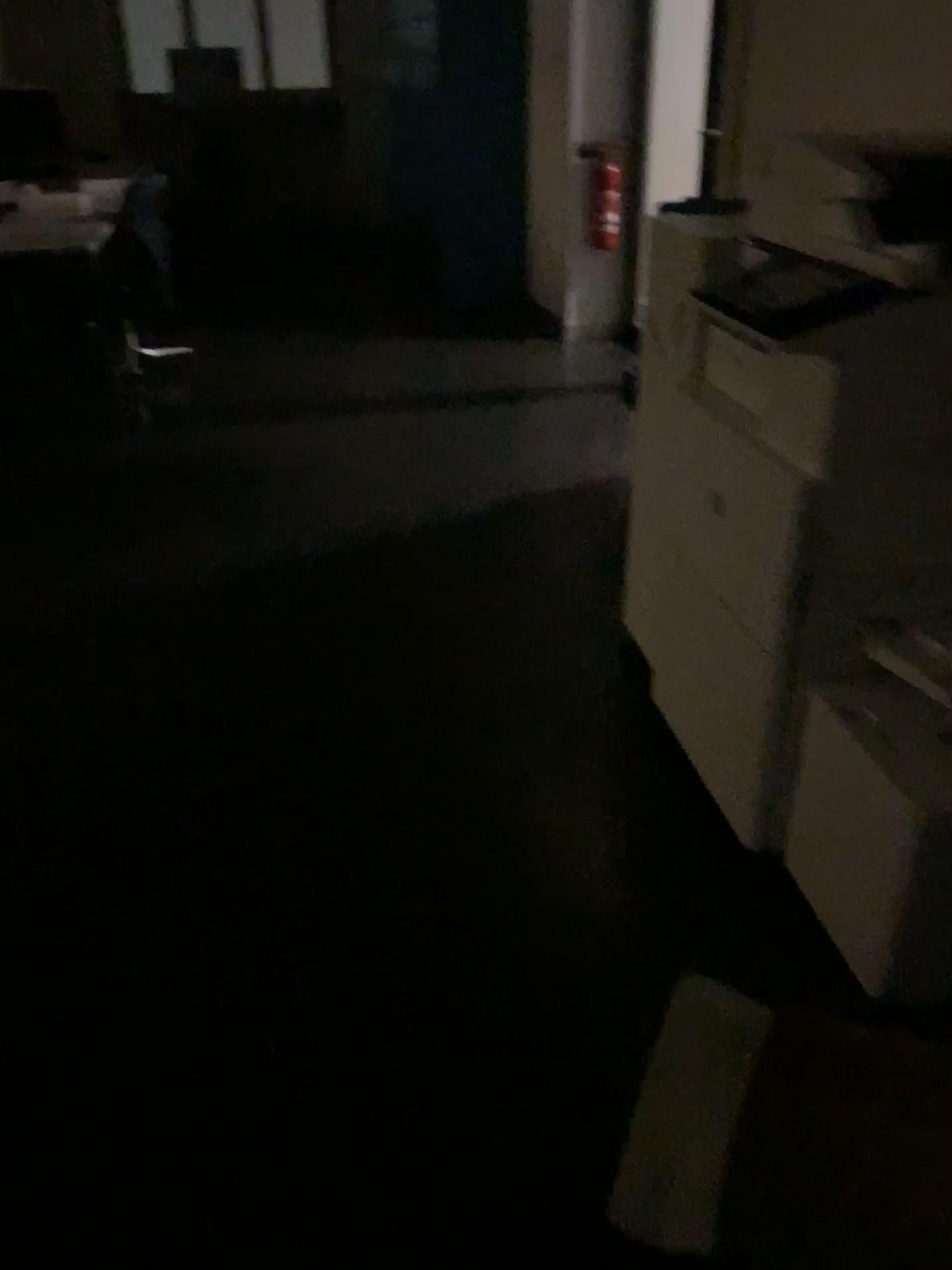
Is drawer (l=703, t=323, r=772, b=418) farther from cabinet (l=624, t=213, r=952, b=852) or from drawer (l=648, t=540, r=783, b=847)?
drawer (l=648, t=540, r=783, b=847)

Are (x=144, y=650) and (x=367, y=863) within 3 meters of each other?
yes

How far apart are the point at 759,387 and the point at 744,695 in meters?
0.5 m

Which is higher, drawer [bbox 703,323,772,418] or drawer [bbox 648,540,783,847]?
drawer [bbox 703,323,772,418]

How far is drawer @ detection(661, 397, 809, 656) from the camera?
1.71m

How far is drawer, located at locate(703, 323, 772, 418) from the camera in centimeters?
179cm

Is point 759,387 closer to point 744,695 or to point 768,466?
point 768,466

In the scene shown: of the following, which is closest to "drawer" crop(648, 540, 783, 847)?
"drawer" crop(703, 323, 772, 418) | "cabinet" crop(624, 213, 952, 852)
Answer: "cabinet" crop(624, 213, 952, 852)

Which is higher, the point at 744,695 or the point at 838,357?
the point at 838,357

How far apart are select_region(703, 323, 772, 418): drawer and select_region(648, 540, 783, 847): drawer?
0.3m
